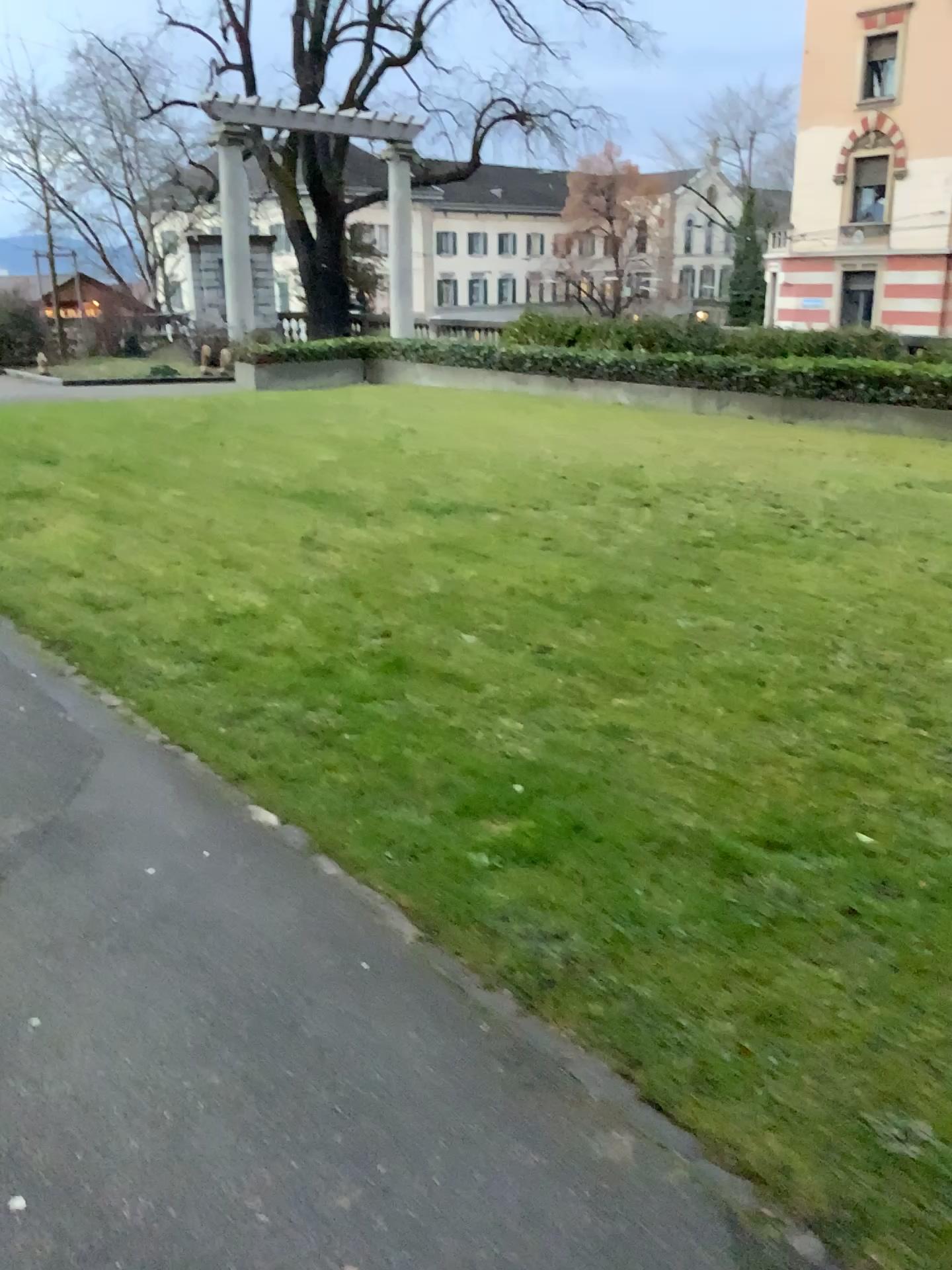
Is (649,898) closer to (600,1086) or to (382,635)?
(600,1086)
